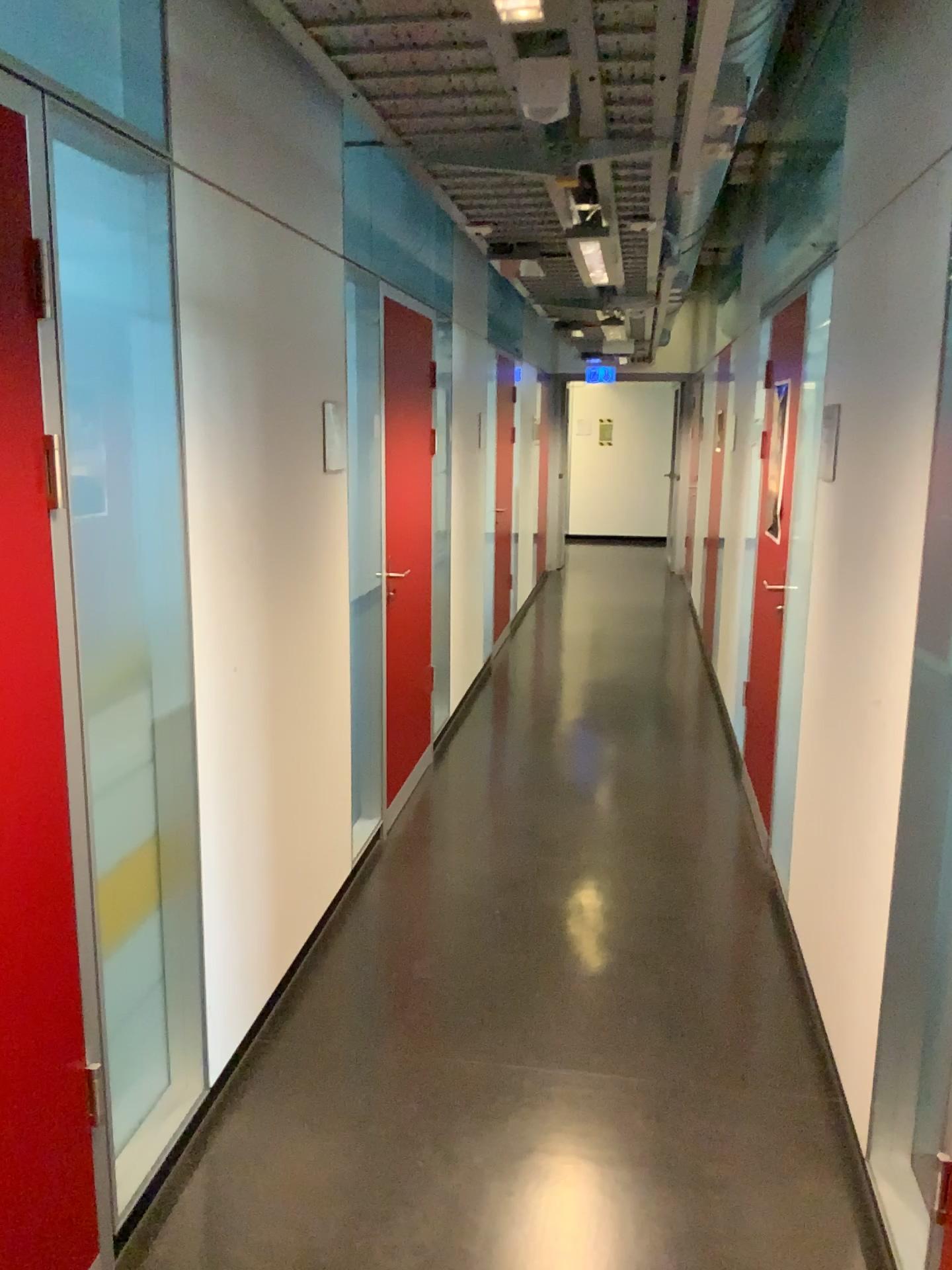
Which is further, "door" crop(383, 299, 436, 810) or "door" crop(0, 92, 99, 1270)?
"door" crop(383, 299, 436, 810)

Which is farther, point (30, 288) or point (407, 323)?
point (407, 323)

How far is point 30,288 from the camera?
1.64m

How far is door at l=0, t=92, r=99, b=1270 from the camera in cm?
164

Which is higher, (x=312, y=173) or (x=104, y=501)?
(x=312, y=173)
